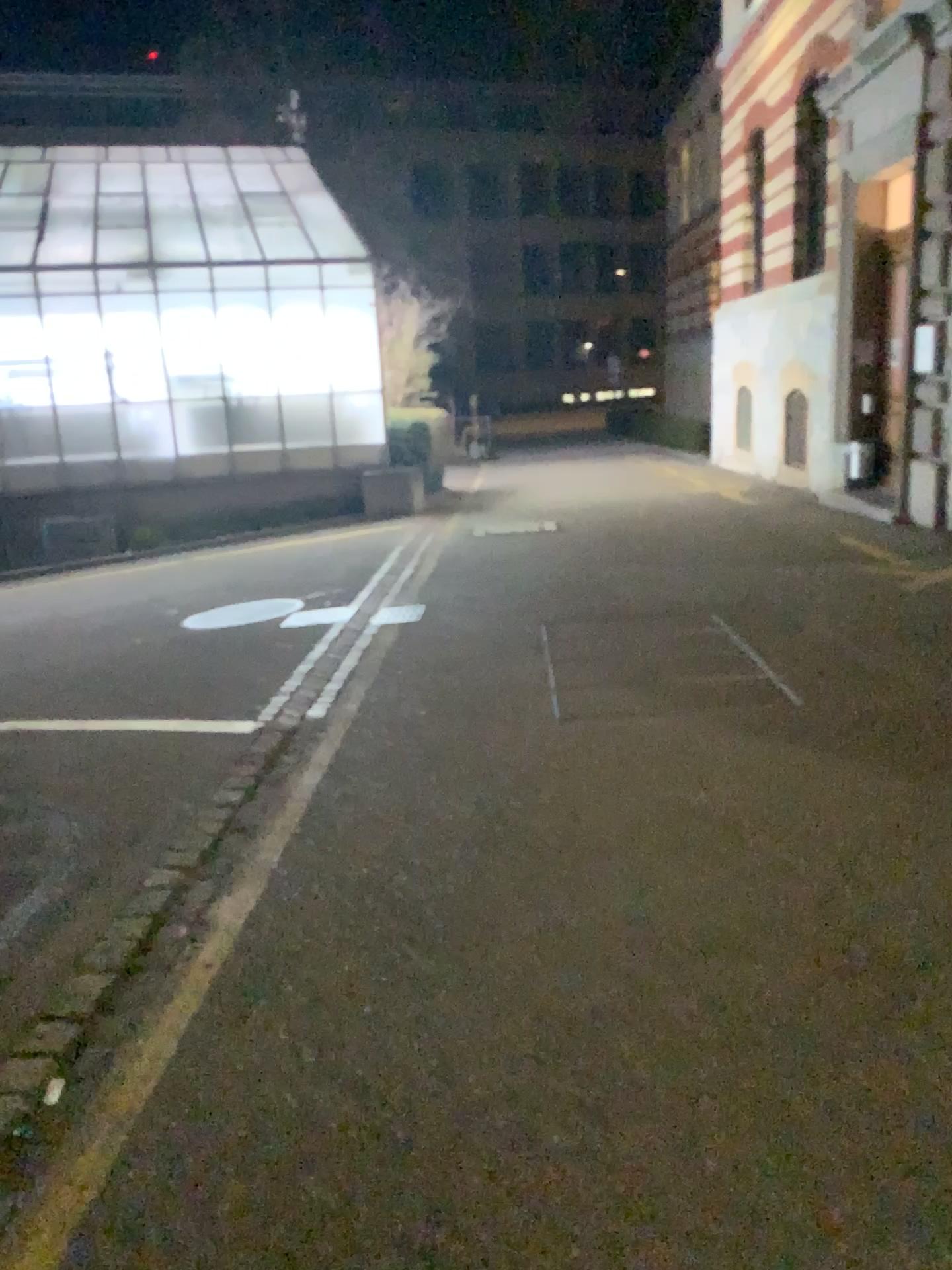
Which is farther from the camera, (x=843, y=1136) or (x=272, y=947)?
(x=272, y=947)
